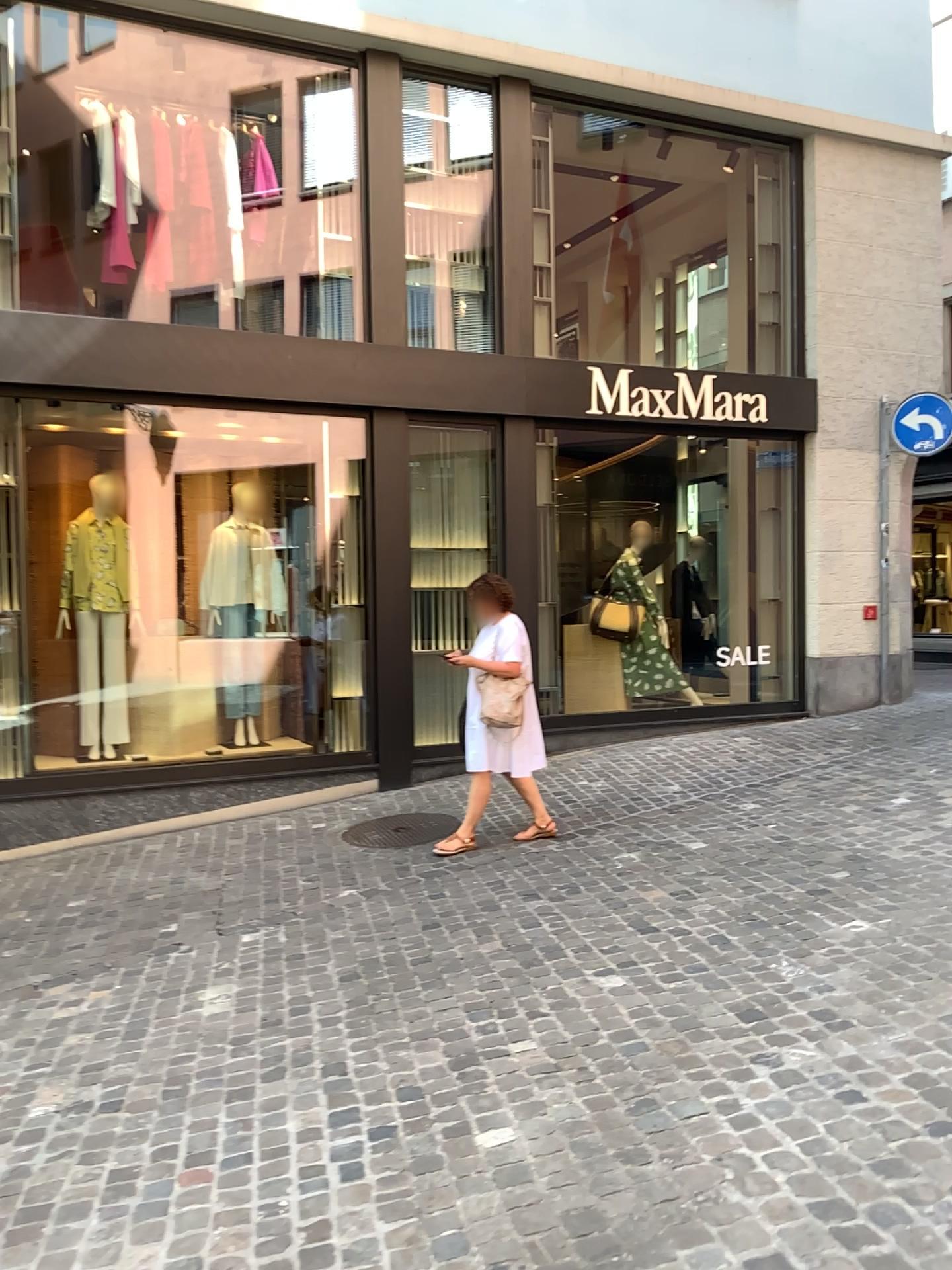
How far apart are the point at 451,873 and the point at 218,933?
1.2m
